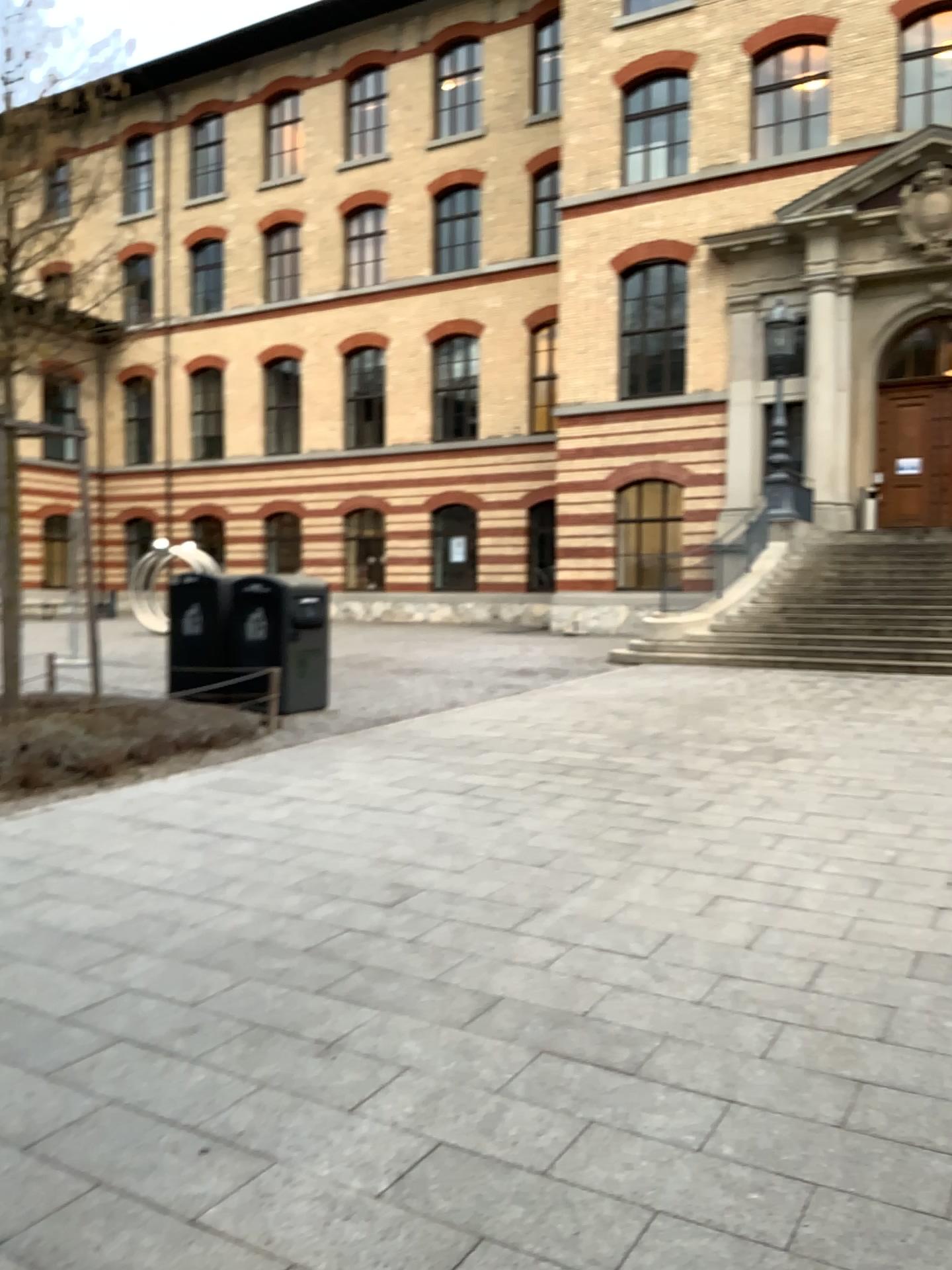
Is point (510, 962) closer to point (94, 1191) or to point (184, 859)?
point (94, 1191)
